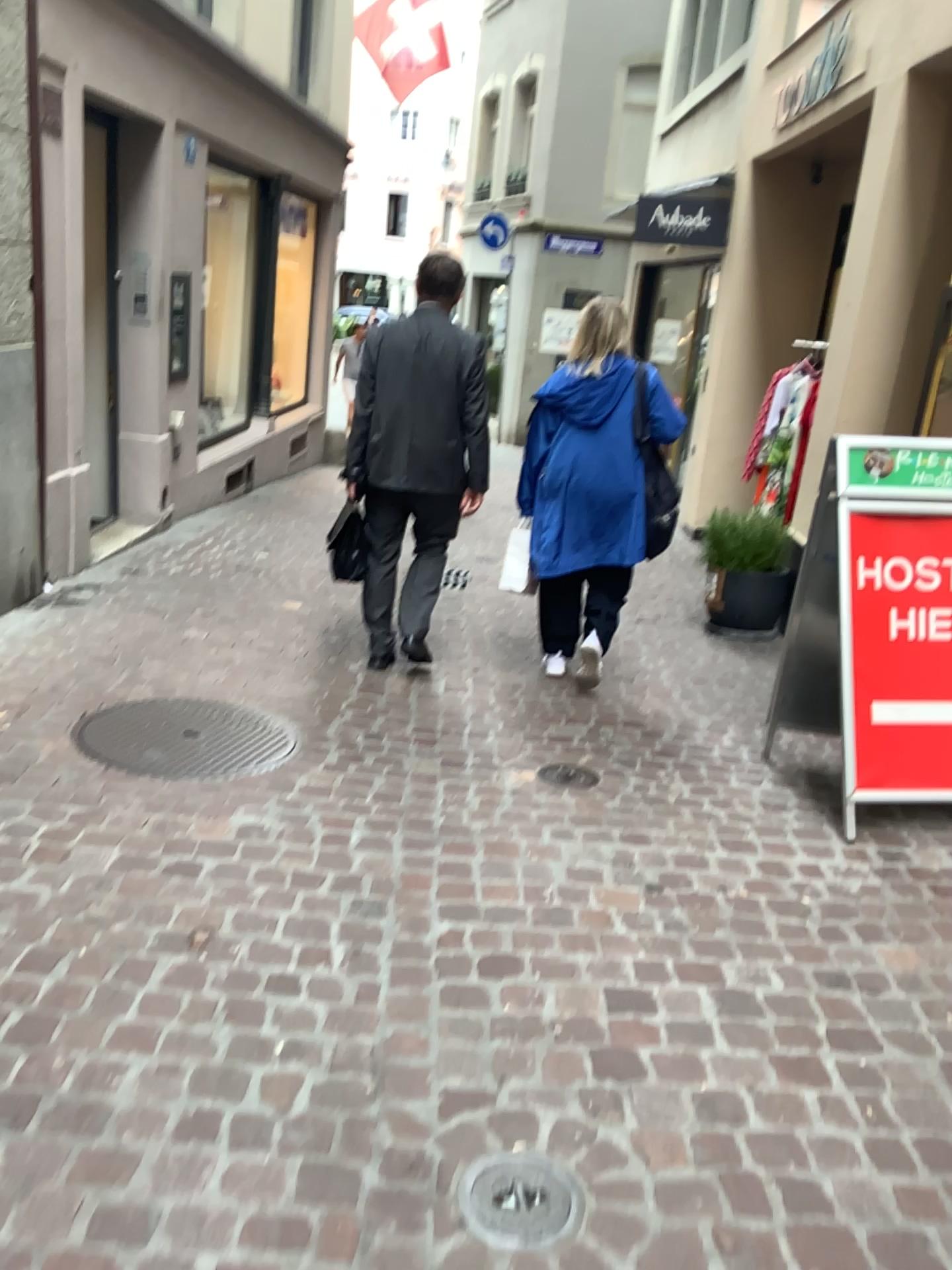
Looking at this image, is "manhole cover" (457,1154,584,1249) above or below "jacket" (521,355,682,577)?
below

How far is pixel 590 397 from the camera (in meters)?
4.15

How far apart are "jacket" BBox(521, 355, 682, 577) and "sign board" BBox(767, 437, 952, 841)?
1.1m

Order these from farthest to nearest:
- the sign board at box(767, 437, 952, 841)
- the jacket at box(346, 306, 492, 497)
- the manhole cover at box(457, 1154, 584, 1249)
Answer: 1. the jacket at box(346, 306, 492, 497)
2. the sign board at box(767, 437, 952, 841)
3. the manhole cover at box(457, 1154, 584, 1249)

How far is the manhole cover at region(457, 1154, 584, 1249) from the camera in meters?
1.6 m

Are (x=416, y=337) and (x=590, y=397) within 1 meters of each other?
yes

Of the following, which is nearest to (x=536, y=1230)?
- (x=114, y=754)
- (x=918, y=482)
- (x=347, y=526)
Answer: (x=114, y=754)

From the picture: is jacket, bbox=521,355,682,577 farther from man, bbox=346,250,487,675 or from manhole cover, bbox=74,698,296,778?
manhole cover, bbox=74,698,296,778

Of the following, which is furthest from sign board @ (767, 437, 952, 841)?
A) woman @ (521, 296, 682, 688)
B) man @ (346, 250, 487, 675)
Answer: man @ (346, 250, 487, 675)

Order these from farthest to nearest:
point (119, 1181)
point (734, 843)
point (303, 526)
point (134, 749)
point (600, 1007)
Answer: point (303, 526)
point (134, 749)
point (734, 843)
point (600, 1007)
point (119, 1181)
